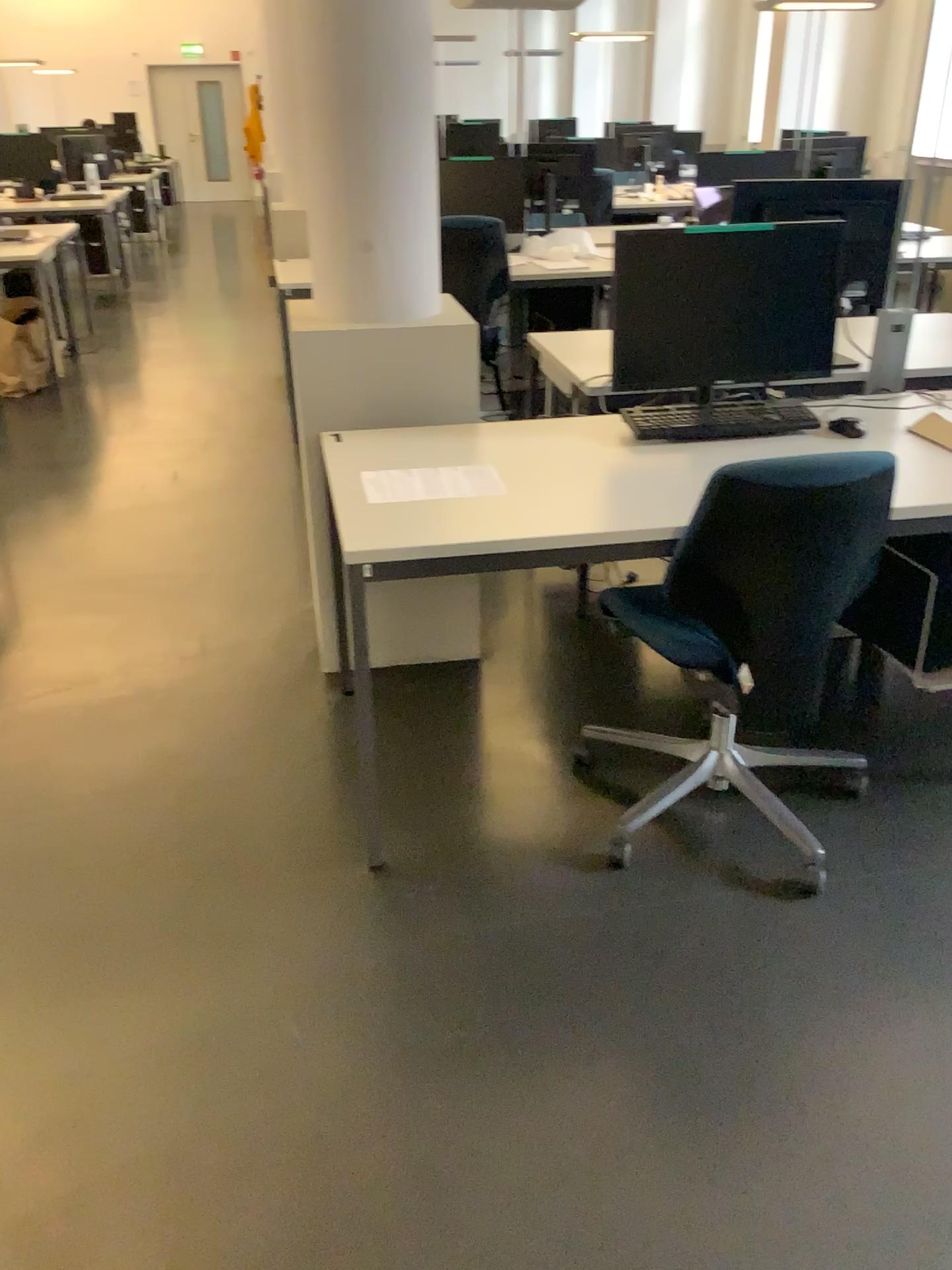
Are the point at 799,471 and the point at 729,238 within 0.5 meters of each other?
no

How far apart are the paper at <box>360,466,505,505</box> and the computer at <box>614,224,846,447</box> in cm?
45

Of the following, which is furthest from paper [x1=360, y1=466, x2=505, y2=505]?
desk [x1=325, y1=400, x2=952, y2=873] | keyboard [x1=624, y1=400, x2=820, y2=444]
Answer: keyboard [x1=624, y1=400, x2=820, y2=444]

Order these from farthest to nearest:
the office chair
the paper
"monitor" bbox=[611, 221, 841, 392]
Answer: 1. "monitor" bbox=[611, 221, 841, 392]
2. the paper
3. the office chair

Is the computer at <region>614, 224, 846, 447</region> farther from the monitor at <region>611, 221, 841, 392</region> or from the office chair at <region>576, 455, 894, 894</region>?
the office chair at <region>576, 455, 894, 894</region>

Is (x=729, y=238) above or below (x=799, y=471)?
above

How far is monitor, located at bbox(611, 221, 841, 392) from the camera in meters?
2.5

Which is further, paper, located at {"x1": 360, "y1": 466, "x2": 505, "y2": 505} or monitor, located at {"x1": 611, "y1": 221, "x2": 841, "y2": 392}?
monitor, located at {"x1": 611, "y1": 221, "x2": 841, "y2": 392}

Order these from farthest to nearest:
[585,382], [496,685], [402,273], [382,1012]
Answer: [585,382] → [496,685] → [402,273] → [382,1012]

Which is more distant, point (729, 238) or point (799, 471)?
point (729, 238)
